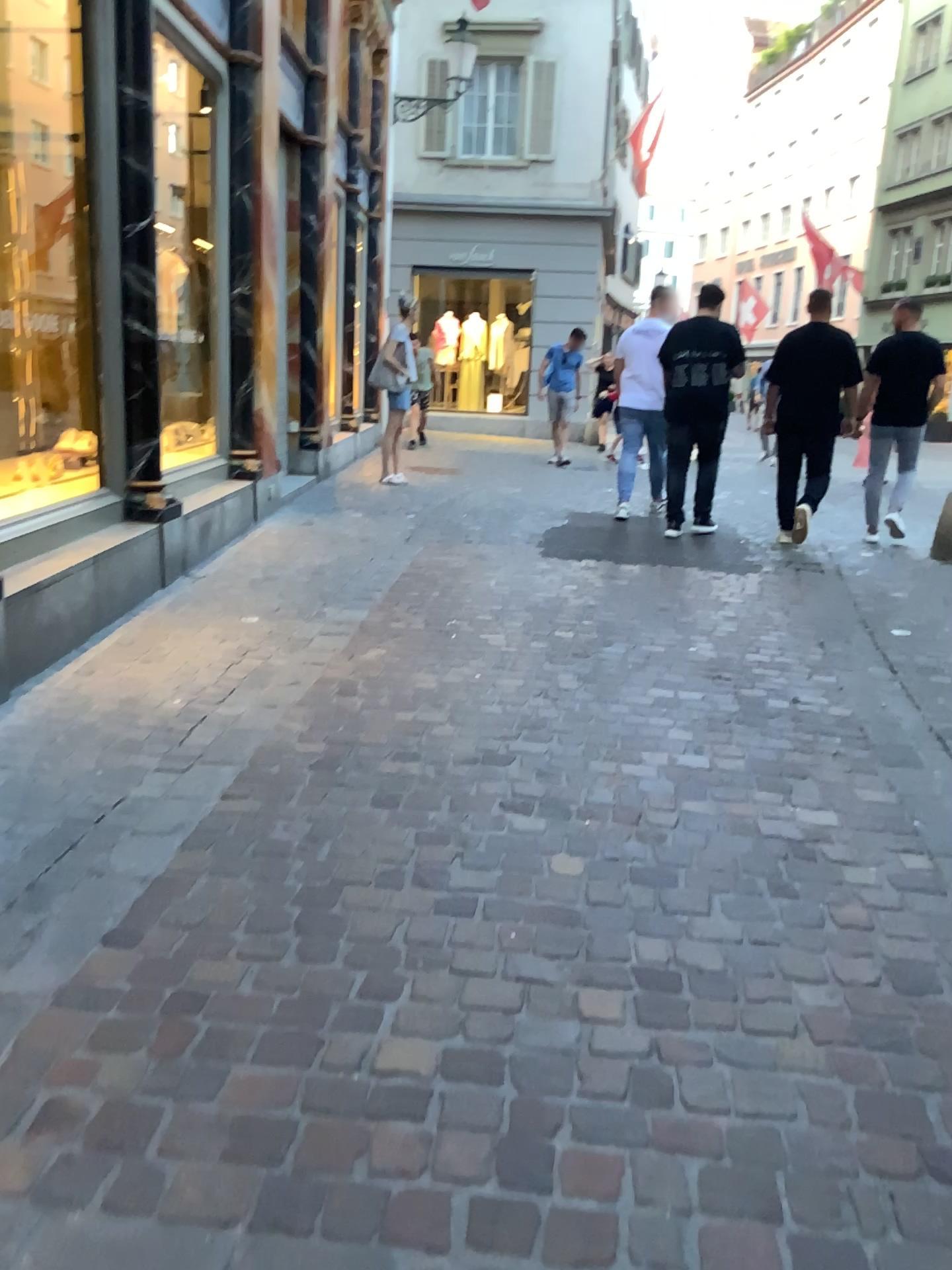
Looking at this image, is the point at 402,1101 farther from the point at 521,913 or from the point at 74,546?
the point at 74,546
